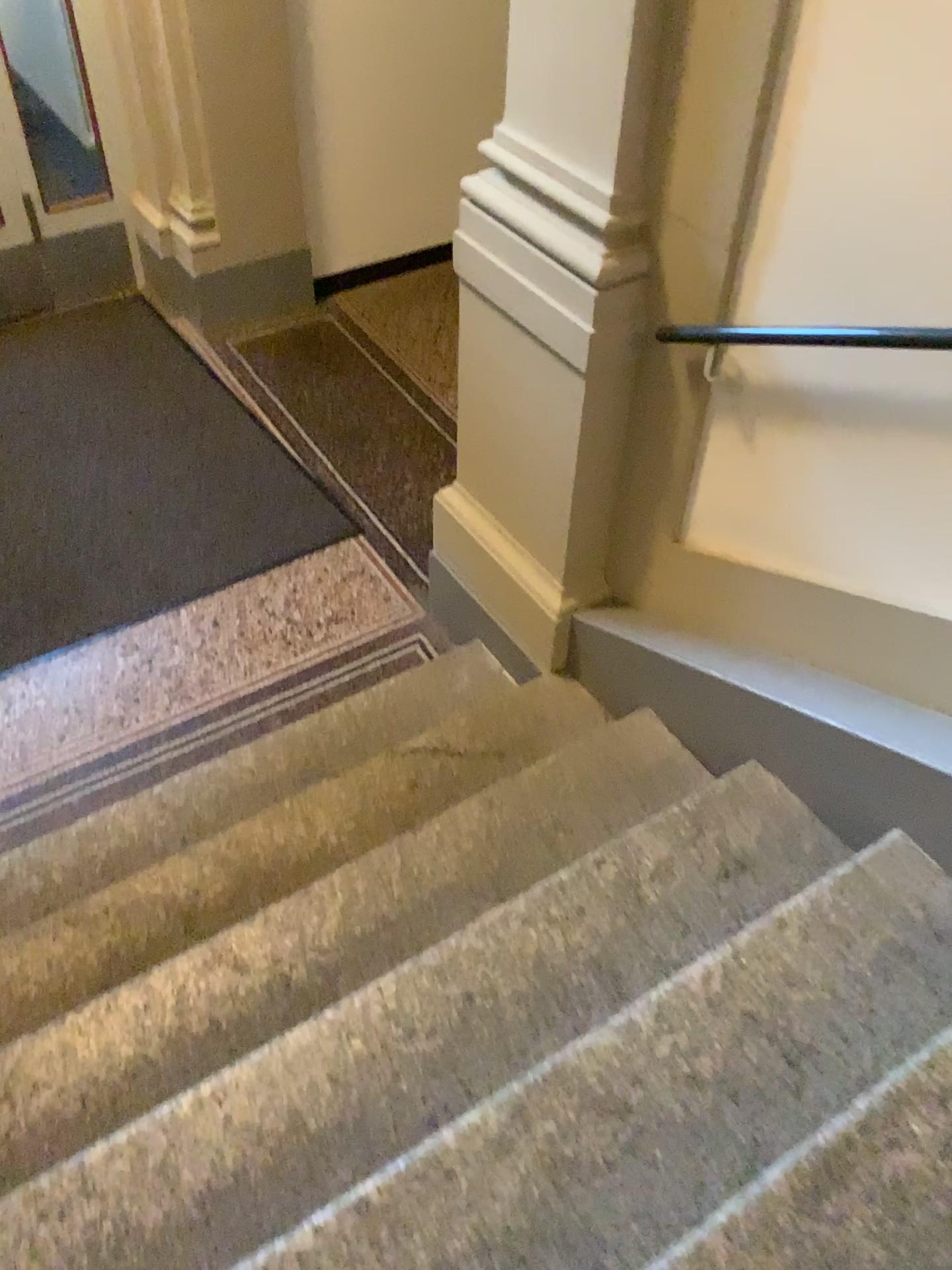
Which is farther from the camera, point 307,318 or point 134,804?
point 307,318

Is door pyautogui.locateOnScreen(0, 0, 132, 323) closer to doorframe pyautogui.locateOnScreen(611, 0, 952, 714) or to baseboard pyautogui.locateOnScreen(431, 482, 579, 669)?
baseboard pyautogui.locateOnScreen(431, 482, 579, 669)

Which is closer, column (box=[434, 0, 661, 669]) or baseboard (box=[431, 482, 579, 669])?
column (box=[434, 0, 661, 669])

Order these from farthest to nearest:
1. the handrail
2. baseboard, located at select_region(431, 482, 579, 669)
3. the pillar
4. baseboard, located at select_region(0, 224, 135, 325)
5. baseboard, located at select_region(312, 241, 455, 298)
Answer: baseboard, located at select_region(312, 241, 455, 298), baseboard, located at select_region(0, 224, 135, 325), the pillar, baseboard, located at select_region(431, 482, 579, 669), the handrail

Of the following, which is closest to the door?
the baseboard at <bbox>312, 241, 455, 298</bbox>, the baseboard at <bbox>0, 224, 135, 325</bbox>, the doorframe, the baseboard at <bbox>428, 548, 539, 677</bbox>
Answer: the baseboard at <bbox>0, 224, 135, 325</bbox>

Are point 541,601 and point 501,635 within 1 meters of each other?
yes

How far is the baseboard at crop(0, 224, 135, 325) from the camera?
4.5m

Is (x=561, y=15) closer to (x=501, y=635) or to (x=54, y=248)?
(x=501, y=635)

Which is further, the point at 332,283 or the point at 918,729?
the point at 332,283

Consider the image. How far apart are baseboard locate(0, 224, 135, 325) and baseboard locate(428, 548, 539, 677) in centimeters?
227cm
